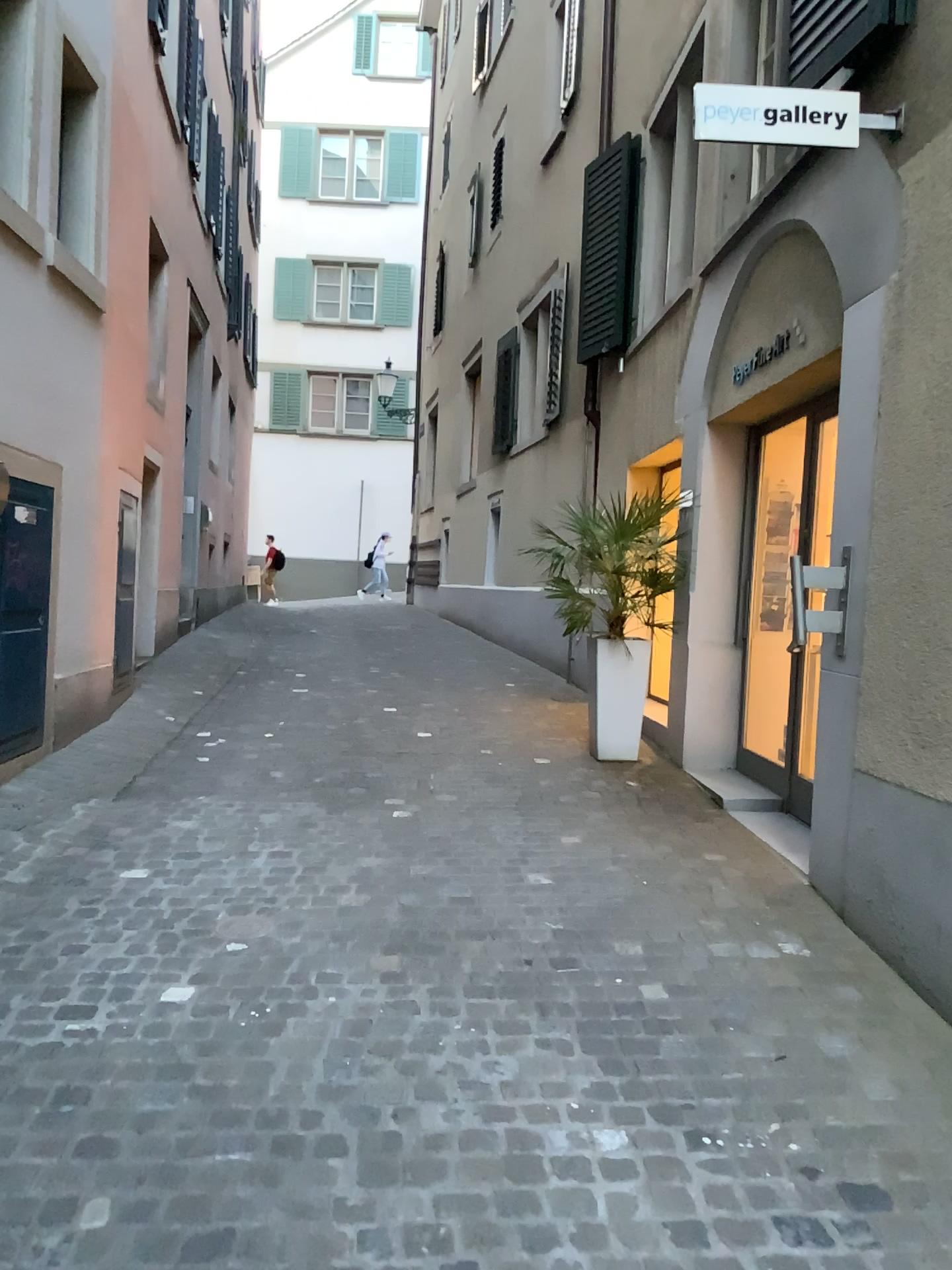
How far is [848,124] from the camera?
3.56m

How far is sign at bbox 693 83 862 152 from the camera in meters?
3.6 m

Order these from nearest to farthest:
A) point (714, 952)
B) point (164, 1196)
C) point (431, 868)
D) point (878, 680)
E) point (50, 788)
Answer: point (164, 1196), point (714, 952), point (878, 680), point (431, 868), point (50, 788)
